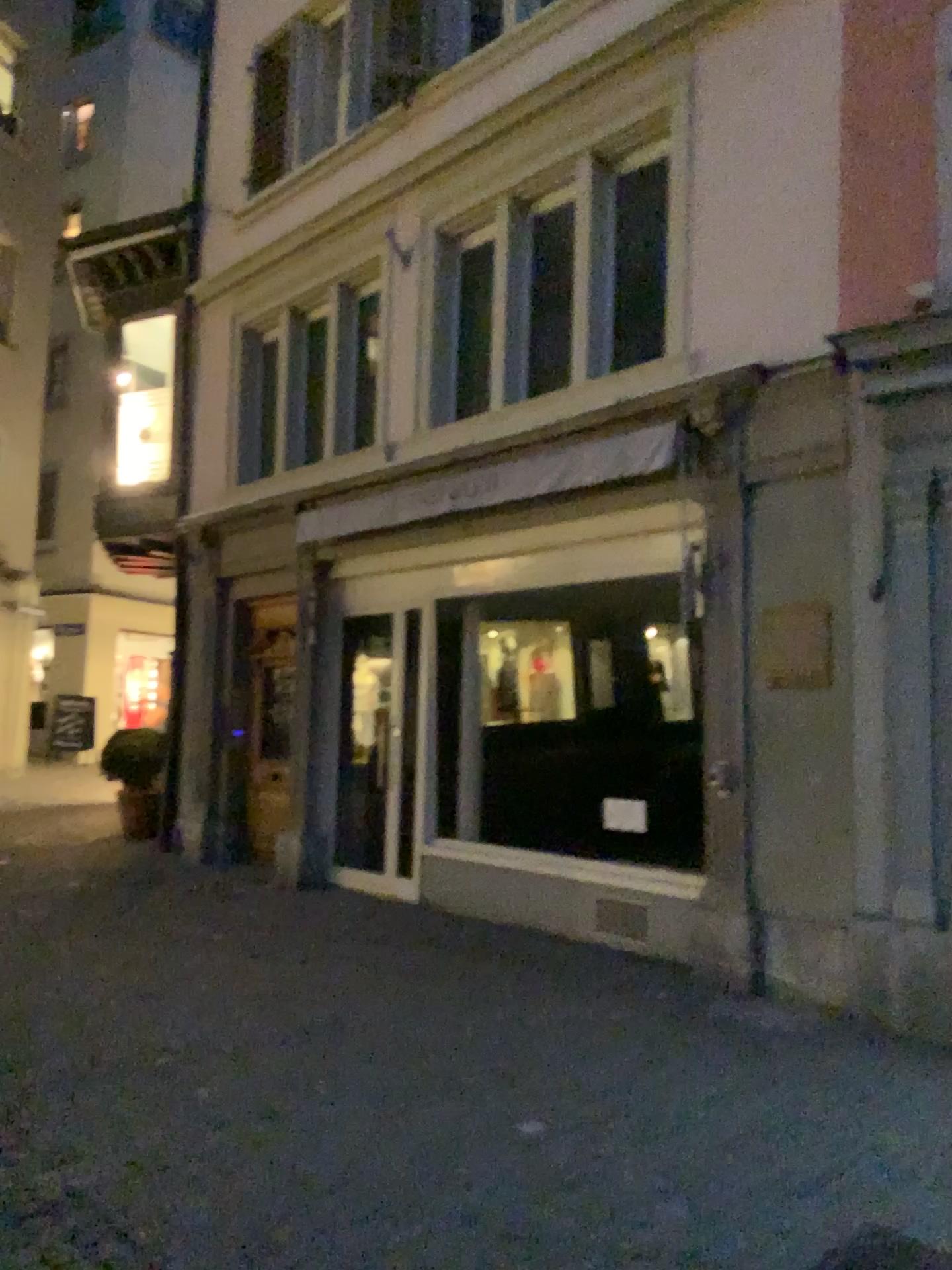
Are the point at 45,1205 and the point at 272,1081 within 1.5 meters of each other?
yes
